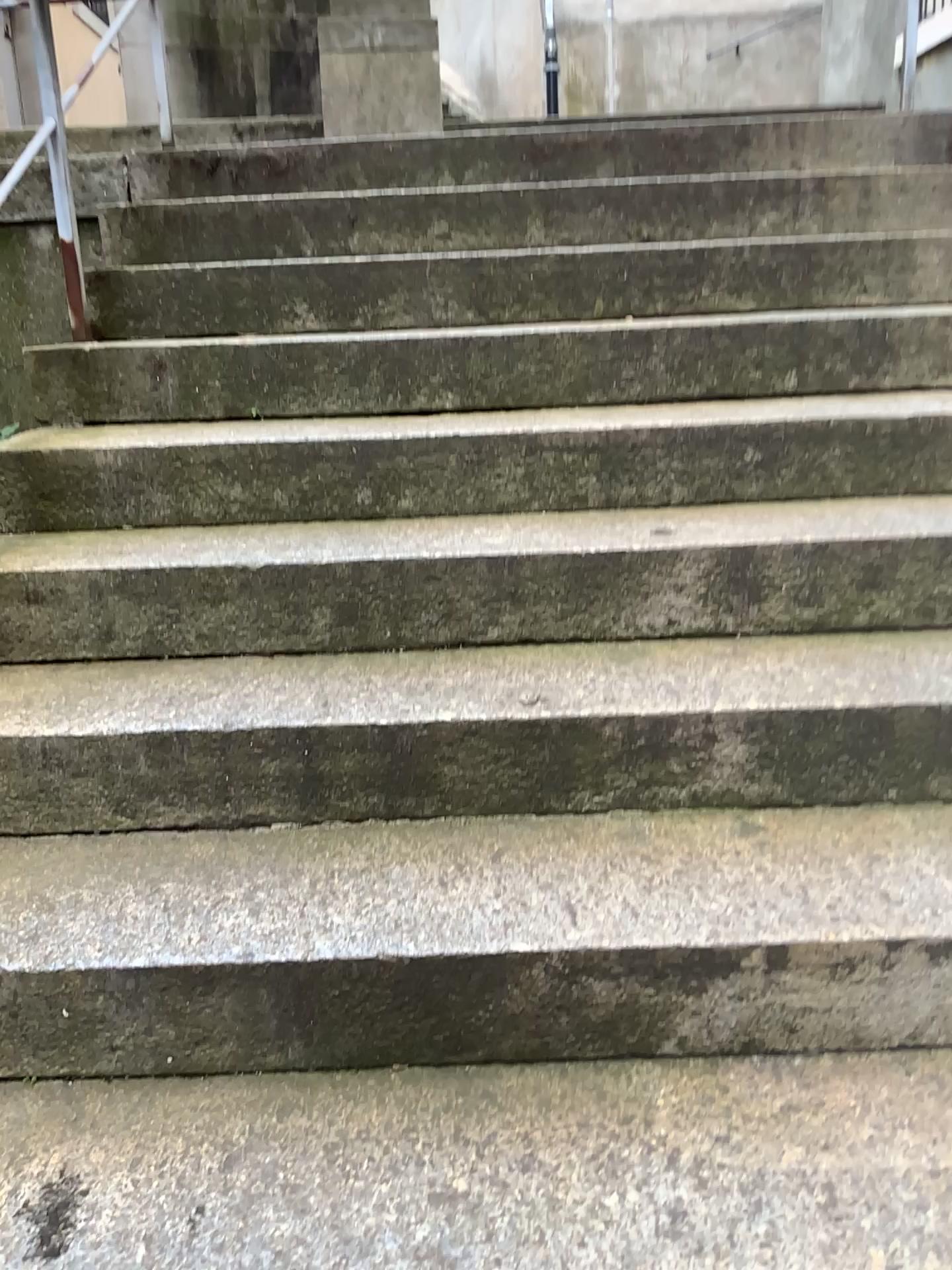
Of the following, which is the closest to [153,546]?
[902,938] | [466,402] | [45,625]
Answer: [45,625]
